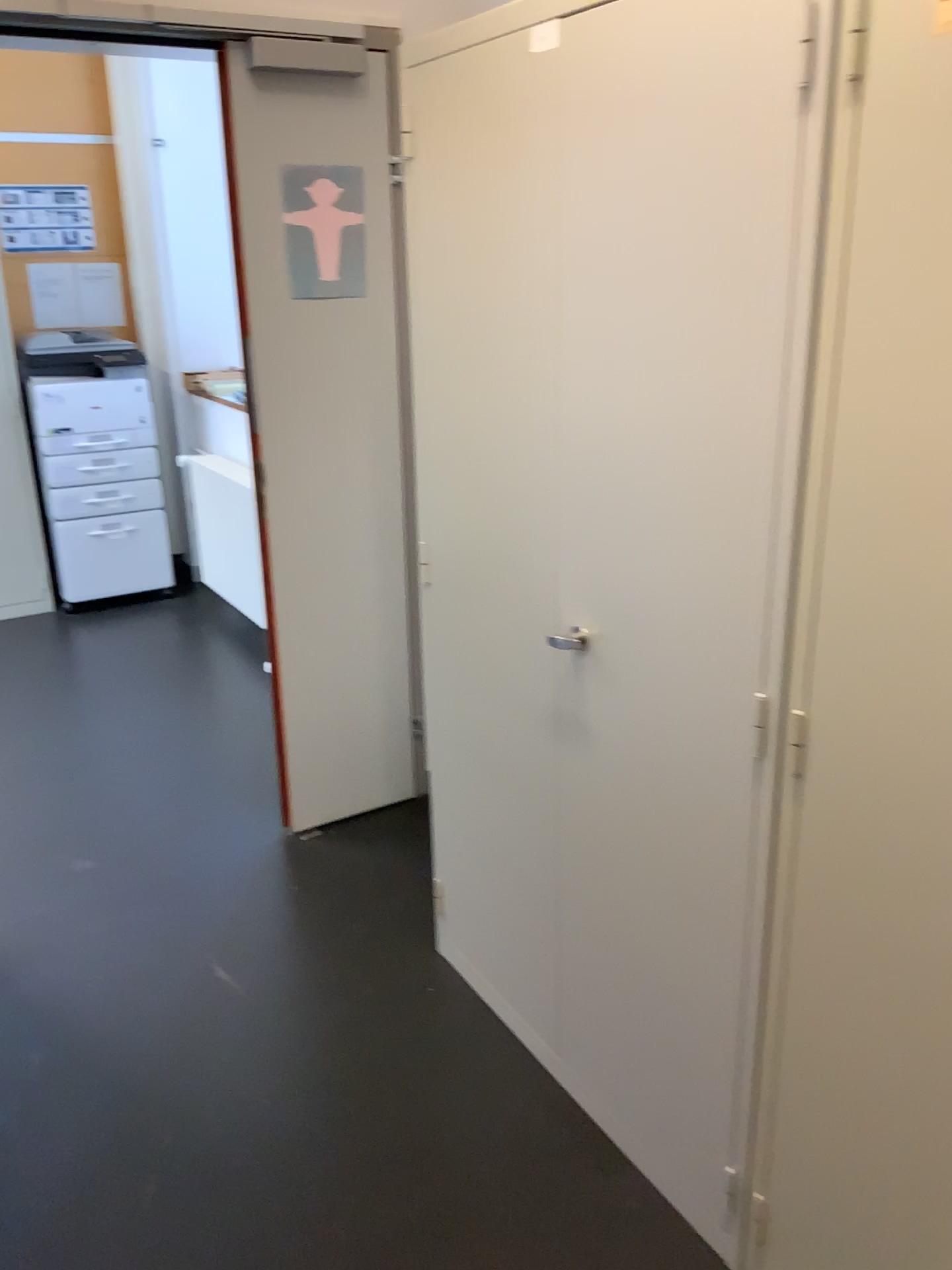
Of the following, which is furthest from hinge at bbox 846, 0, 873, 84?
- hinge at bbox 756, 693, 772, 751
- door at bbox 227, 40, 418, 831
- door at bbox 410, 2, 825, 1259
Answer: door at bbox 227, 40, 418, 831

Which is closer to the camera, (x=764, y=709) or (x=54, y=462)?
(x=764, y=709)

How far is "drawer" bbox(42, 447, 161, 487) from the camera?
4.7 meters

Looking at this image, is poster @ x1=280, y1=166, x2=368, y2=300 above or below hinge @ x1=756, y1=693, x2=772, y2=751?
above

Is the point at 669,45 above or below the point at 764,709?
above

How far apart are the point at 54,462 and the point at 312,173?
2.7 meters

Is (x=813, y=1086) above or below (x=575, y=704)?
below

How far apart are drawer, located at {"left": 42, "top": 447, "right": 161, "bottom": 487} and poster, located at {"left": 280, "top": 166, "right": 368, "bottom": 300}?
2.56m

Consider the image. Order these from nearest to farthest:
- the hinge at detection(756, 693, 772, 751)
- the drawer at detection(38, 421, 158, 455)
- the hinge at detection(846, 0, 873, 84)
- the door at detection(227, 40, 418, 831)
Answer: the hinge at detection(846, 0, 873, 84) < the hinge at detection(756, 693, 772, 751) < the door at detection(227, 40, 418, 831) < the drawer at detection(38, 421, 158, 455)

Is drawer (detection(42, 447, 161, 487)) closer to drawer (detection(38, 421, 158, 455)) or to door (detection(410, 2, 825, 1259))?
drawer (detection(38, 421, 158, 455))
